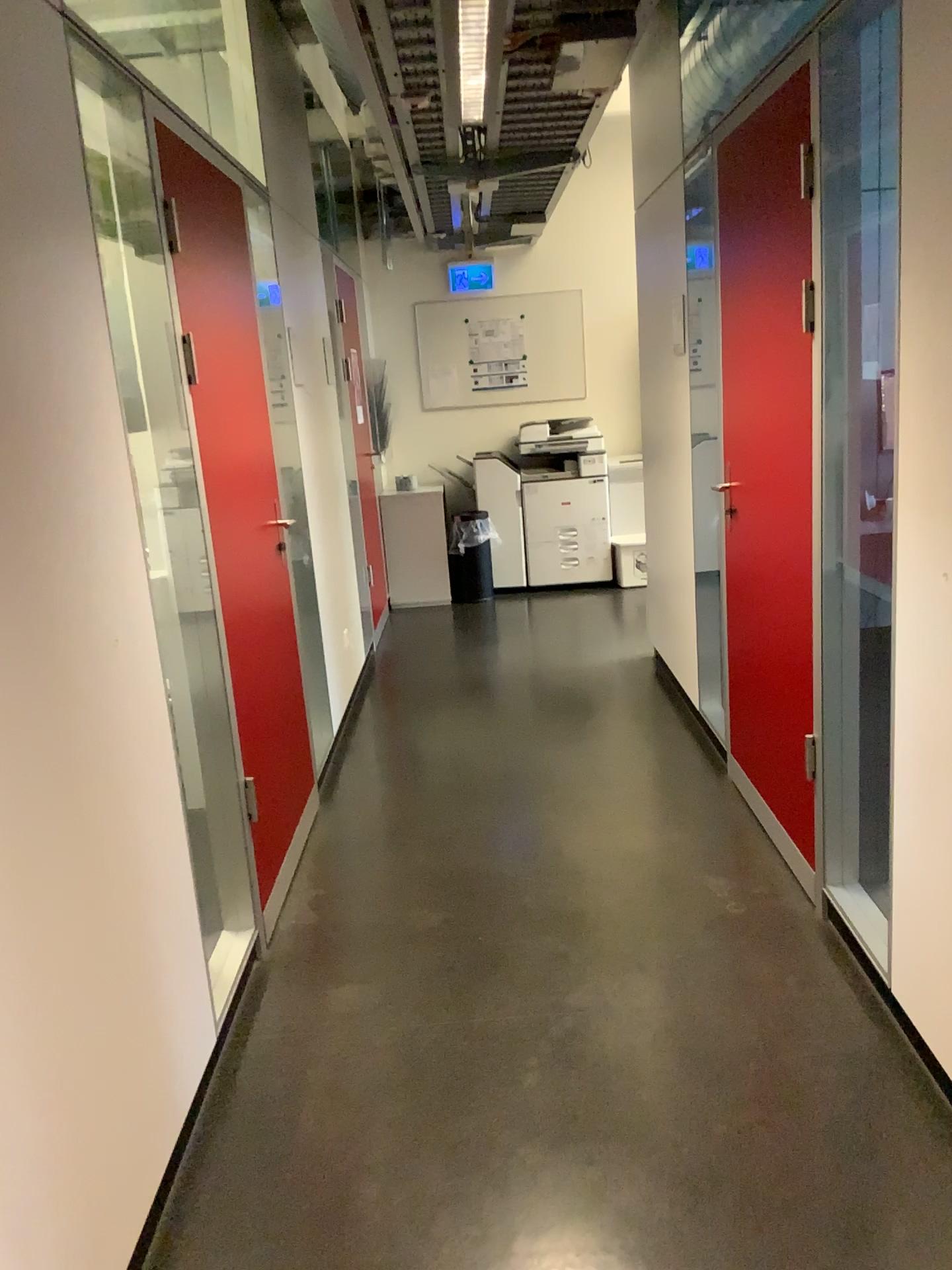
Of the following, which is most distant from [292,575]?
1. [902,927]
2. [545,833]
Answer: [902,927]

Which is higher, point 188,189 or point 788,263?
point 188,189
